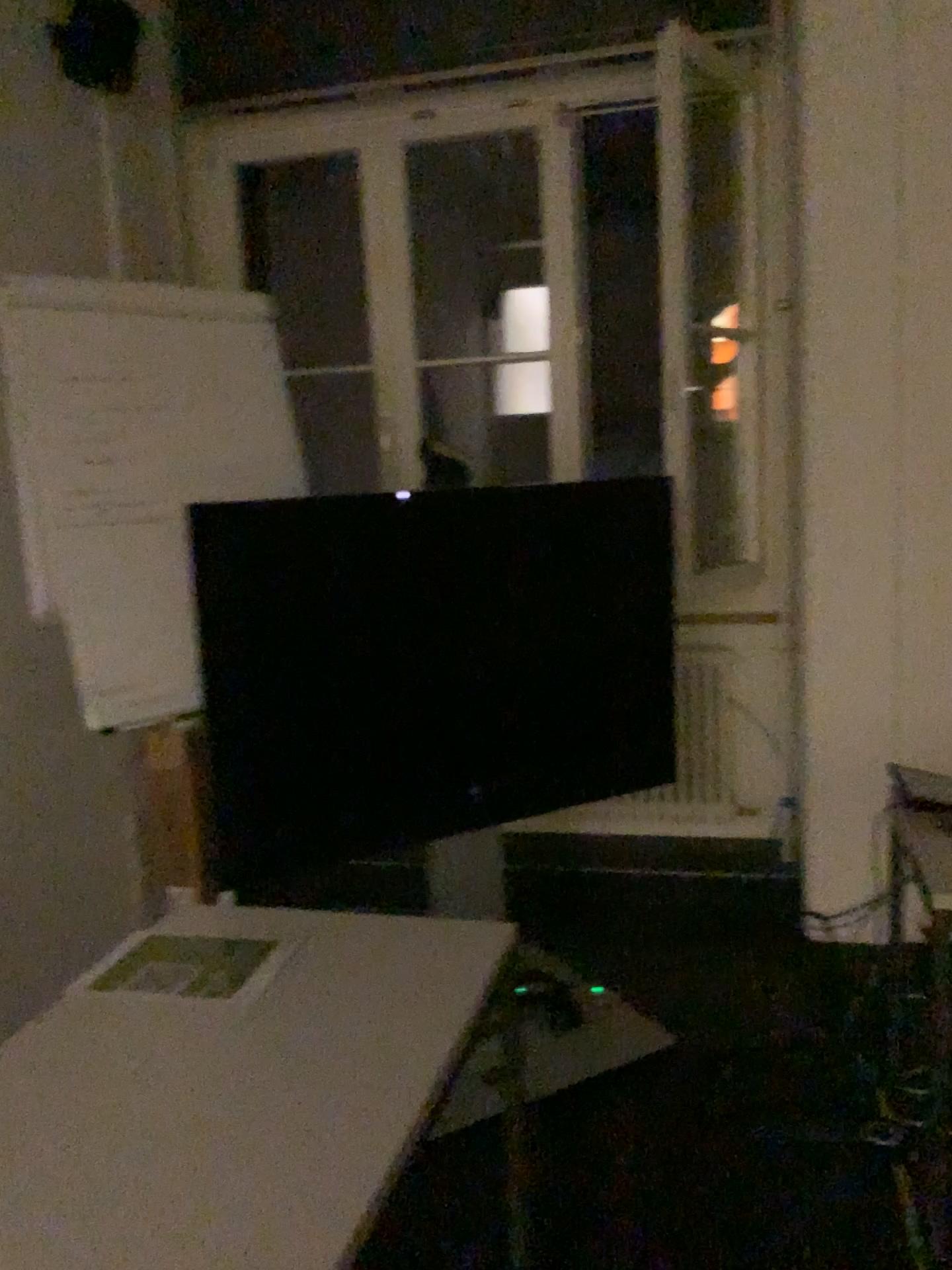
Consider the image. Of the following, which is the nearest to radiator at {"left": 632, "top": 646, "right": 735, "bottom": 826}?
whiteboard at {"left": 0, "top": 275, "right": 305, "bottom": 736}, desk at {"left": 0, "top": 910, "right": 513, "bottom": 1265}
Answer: whiteboard at {"left": 0, "top": 275, "right": 305, "bottom": 736}

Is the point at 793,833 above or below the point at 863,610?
below

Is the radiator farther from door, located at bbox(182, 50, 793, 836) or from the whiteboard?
the whiteboard

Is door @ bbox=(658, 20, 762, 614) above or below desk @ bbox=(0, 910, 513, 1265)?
above

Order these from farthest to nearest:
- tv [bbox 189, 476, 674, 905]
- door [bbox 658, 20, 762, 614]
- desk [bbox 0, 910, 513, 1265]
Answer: door [bbox 658, 20, 762, 614] < tv [bbox 189, 476, 674, 905] < desk [bbox 0, 910, 513, 1265]

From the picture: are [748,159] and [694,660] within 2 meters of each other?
yes

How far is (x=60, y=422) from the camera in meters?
2.5 m

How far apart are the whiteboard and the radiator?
1.47m

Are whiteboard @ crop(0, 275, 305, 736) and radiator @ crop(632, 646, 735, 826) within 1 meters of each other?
no

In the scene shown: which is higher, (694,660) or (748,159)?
(748,159)
